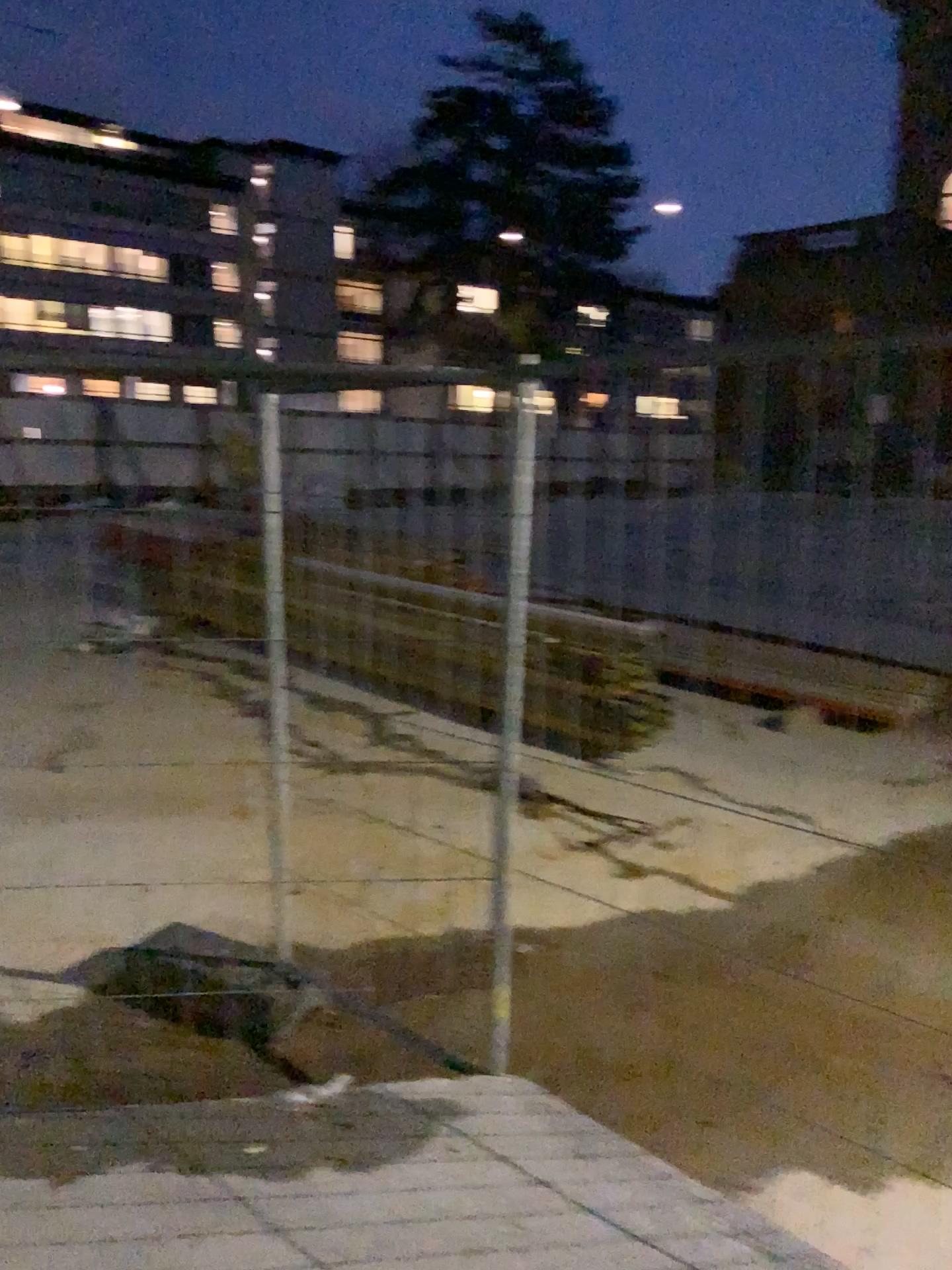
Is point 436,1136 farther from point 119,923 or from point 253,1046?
point 119,923
